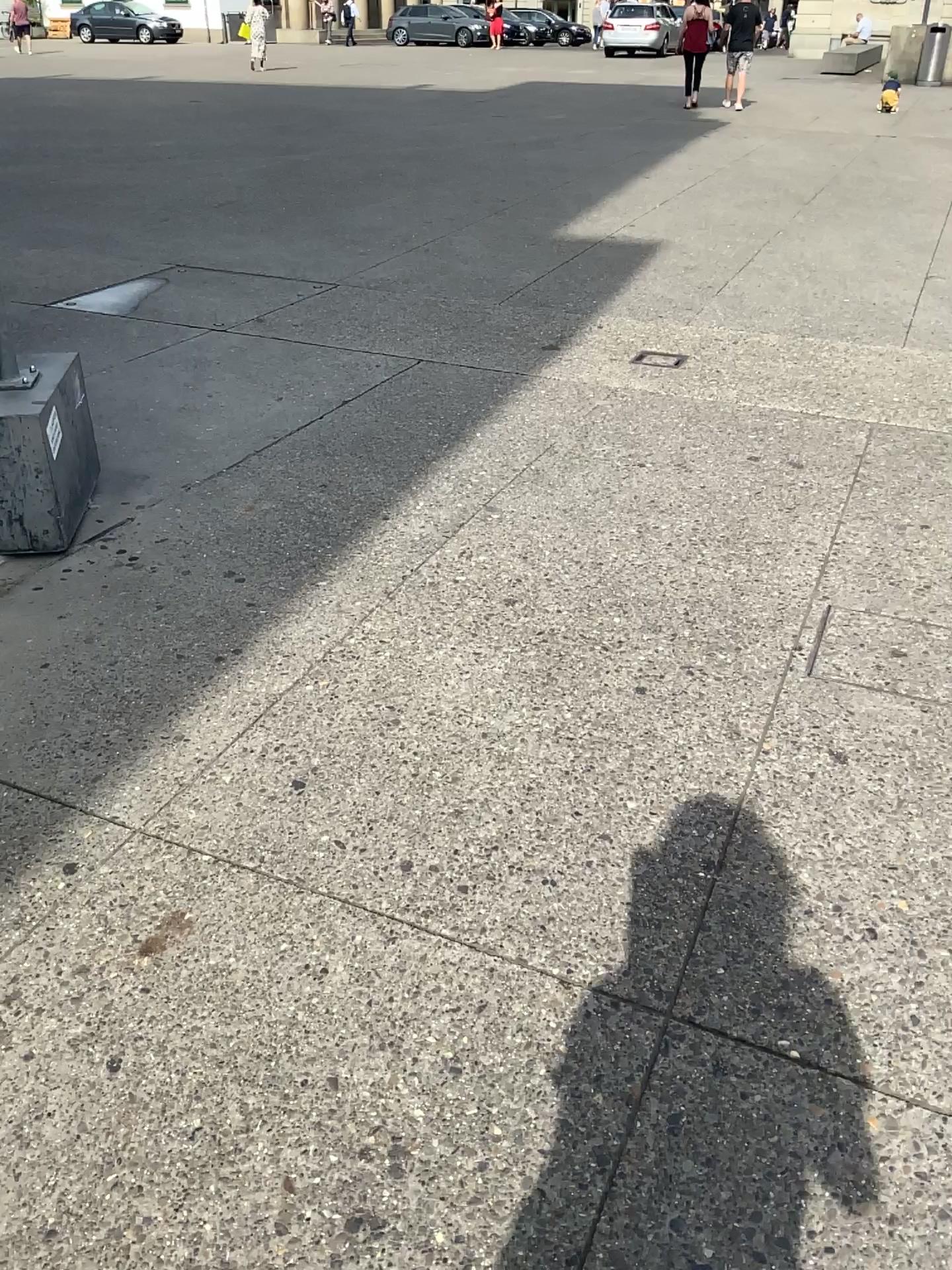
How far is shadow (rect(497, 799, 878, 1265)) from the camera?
1.5m

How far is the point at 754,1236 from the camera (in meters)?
1.48

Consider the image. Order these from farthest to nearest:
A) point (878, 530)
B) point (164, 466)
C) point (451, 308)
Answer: point (451, 308) → point (164, 466) → point (878, 530)
